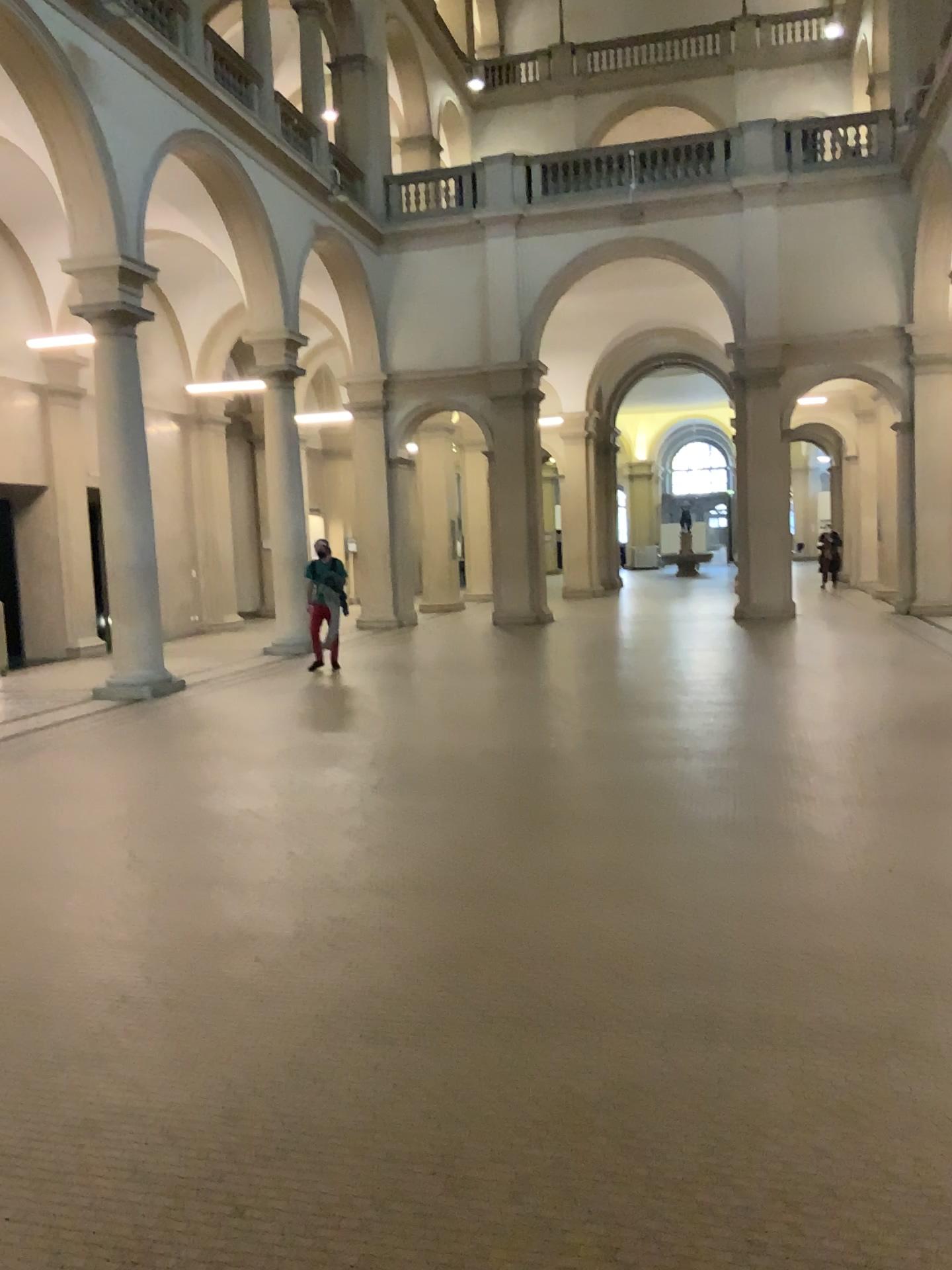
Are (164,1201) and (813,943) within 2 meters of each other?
no
